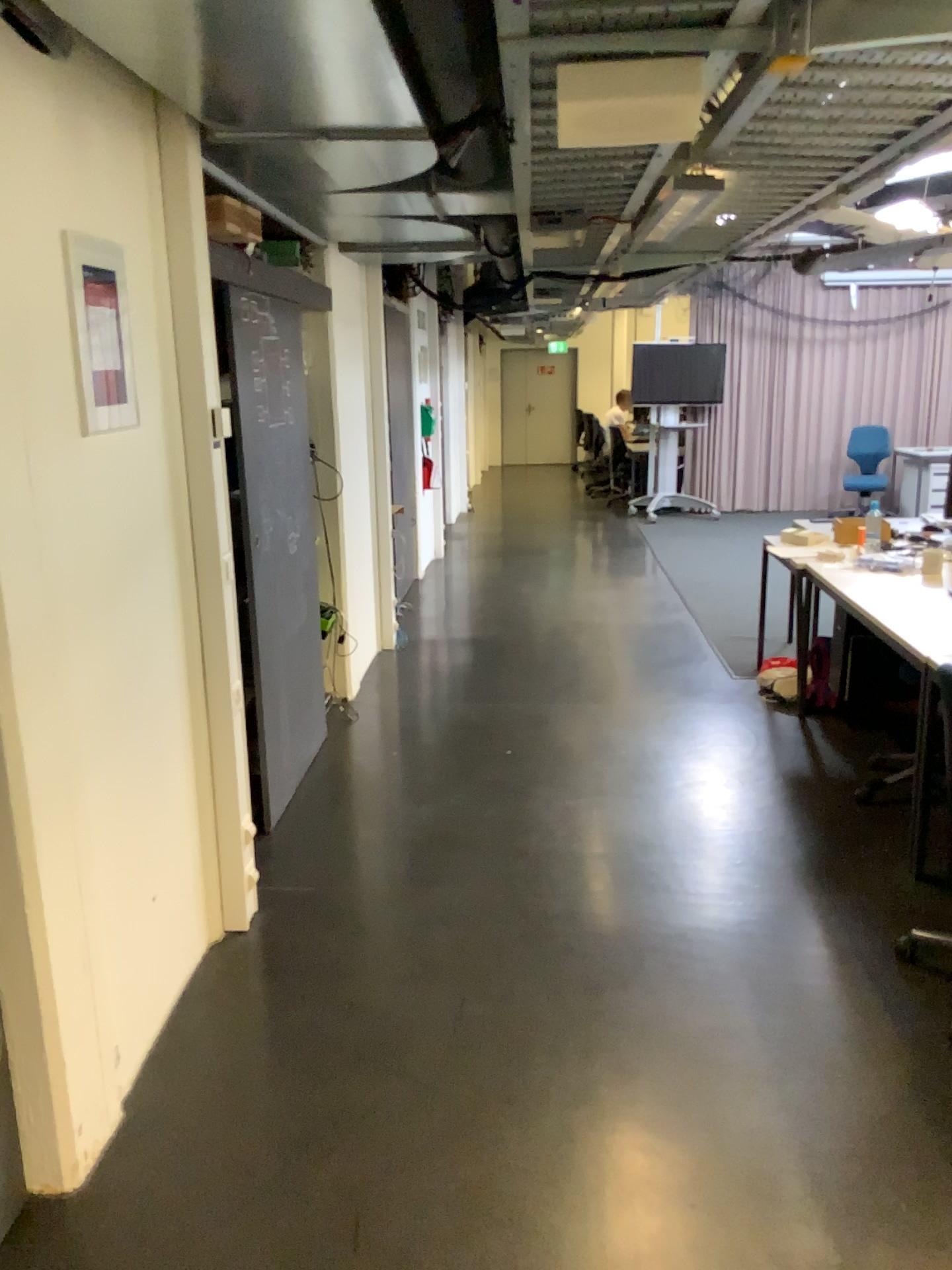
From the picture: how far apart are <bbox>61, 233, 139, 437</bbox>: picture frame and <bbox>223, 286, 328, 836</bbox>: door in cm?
110

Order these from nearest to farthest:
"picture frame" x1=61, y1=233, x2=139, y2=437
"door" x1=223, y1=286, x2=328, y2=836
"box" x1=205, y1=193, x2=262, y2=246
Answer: "picture frame" x1=61, y1=233, x2=139, y2=437 < "box" x1=205, y1=193, x2=262, y2=246 < "door" x1=223, y1=286, x2=328, y2=836

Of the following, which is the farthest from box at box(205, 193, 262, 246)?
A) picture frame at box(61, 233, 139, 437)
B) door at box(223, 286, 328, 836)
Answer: picture frame at box(61, 233, 139, 437)

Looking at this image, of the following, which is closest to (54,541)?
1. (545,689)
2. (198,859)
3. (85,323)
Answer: (85,323)

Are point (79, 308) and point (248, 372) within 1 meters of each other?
no

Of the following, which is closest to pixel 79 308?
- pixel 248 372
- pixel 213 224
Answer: pixel 213 224

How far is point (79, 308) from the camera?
2.12m

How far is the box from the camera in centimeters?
311cm

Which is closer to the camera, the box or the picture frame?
the picture frame

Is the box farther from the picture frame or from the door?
the picture frame
